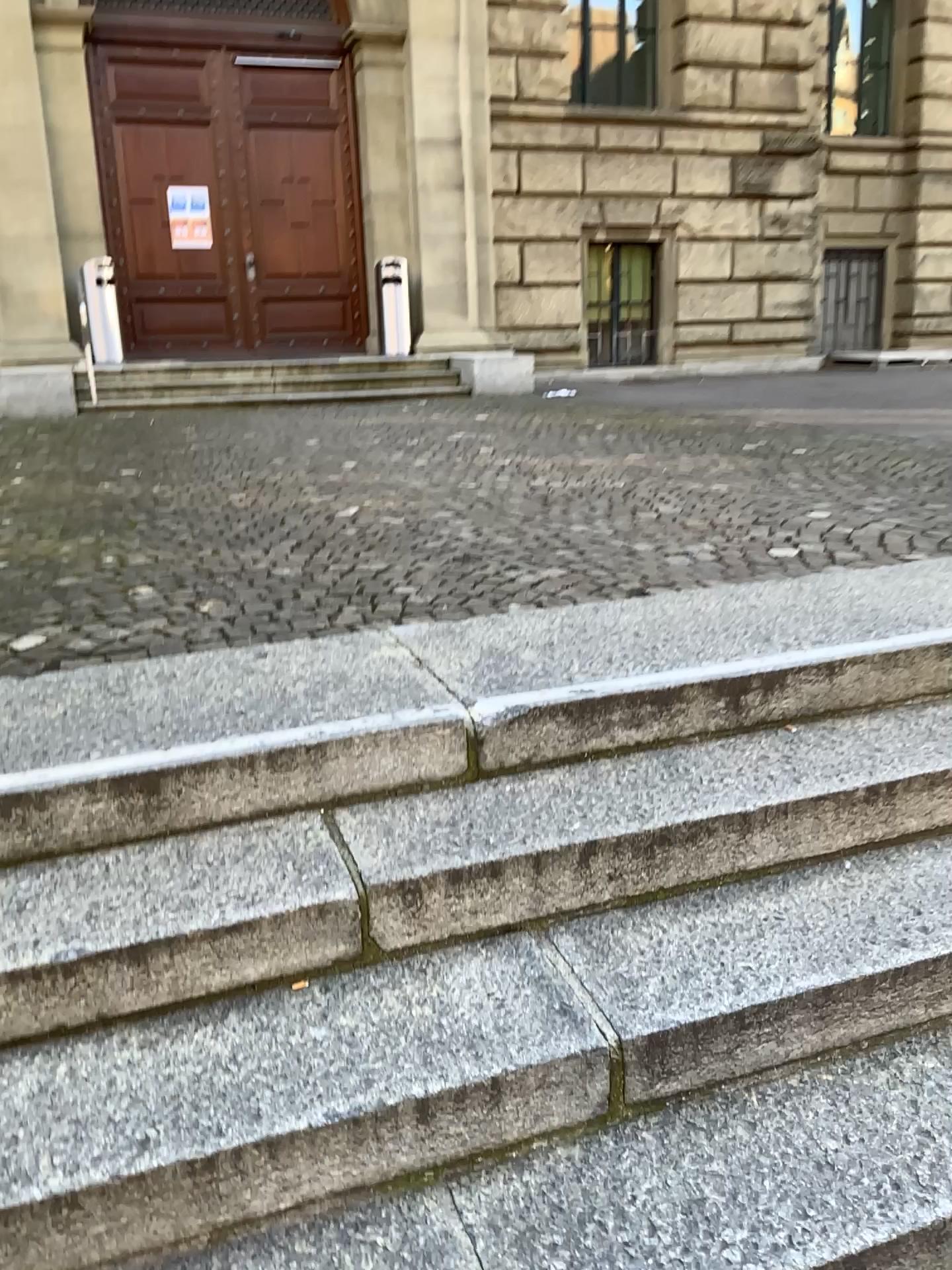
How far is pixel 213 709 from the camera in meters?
2.3 m

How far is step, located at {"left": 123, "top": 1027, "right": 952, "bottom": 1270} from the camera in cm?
146

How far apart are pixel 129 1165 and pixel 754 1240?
0.9m

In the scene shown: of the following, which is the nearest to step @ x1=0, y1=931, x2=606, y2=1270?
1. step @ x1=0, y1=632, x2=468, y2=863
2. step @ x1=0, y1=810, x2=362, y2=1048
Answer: step @ x1=0, y1=810, x2=362, y2=1048

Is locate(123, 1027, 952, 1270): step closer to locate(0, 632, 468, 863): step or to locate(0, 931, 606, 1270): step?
locate(0, 931, 606, 1270): step

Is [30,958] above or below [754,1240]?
above

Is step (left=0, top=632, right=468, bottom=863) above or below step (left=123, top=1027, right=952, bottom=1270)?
above

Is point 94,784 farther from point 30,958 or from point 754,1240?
point 754,1240

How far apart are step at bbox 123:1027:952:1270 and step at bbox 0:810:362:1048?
0.4 meters

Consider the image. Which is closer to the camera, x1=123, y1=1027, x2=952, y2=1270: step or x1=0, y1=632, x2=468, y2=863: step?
x1=123, y1=1027, x2=952, y2=1270: step
